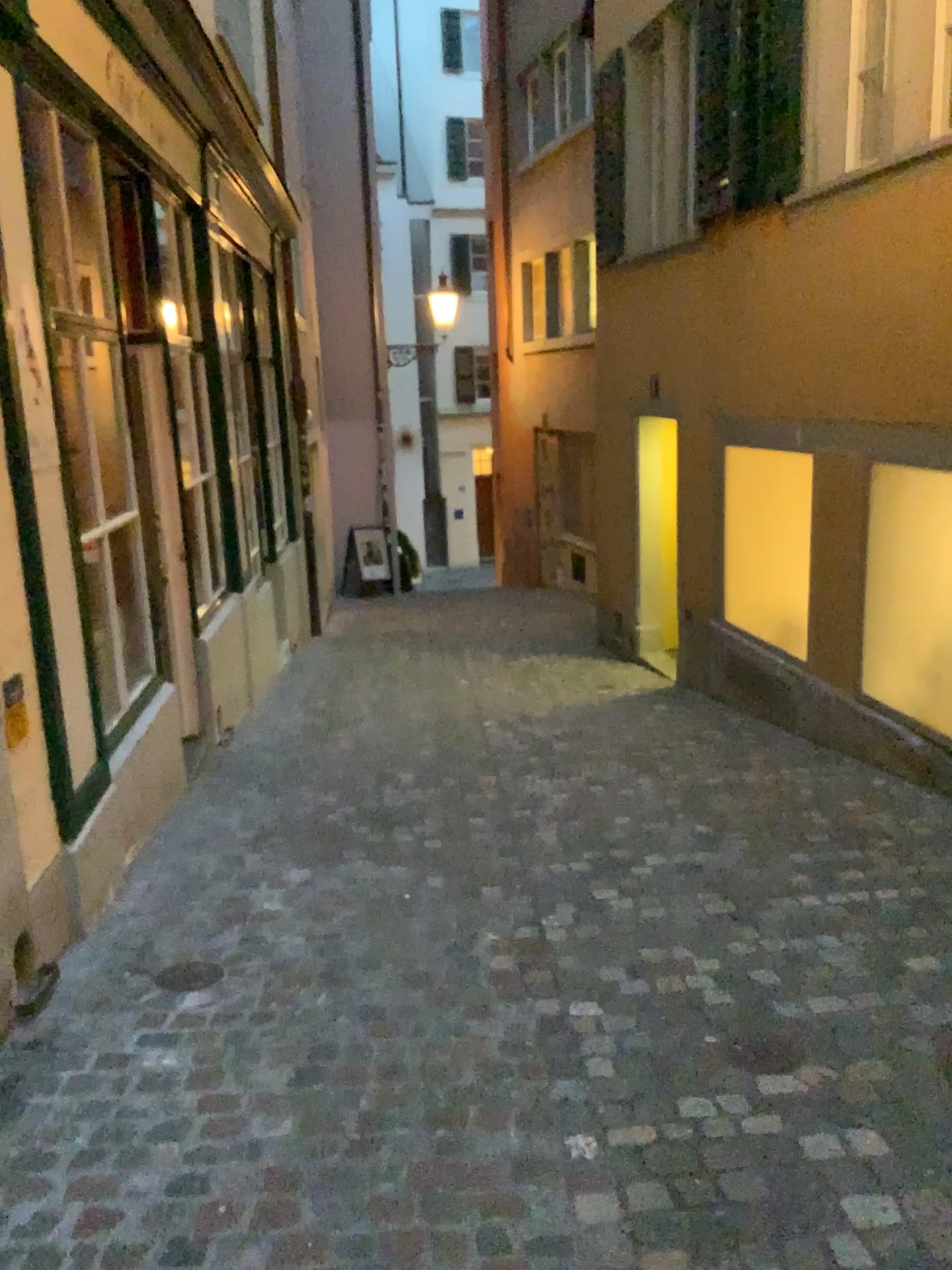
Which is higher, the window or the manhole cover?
the window

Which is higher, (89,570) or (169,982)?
(89,570)

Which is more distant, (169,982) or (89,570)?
(89,570)

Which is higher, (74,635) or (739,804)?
(74,635)

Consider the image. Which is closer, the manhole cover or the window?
the manhole cover
